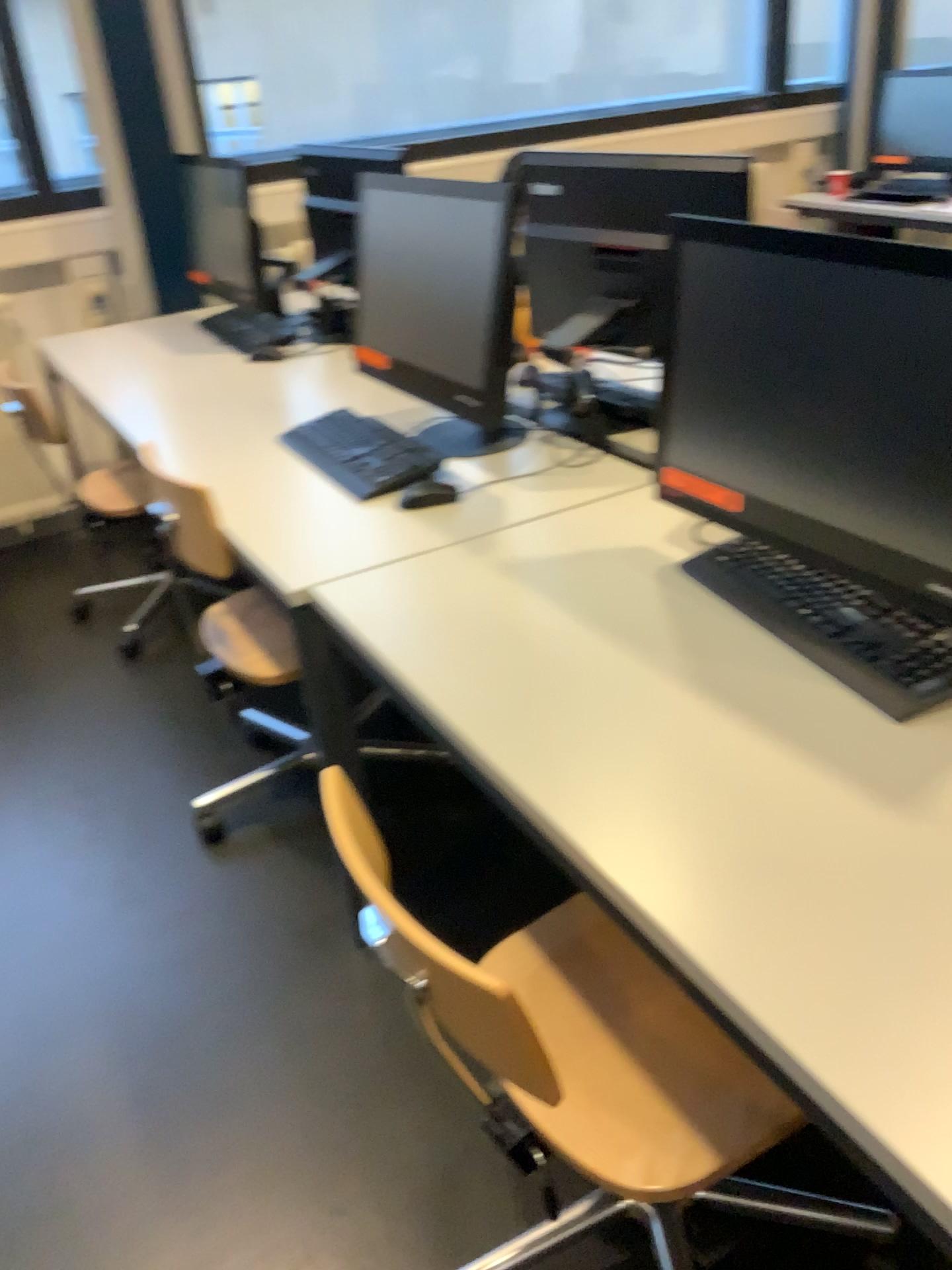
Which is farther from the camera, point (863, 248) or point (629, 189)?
point (629, 189)

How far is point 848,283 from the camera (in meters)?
1.15

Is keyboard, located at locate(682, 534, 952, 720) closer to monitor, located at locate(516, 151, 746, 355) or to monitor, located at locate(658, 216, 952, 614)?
monitor, located at locate(658, 216, 952, 614)

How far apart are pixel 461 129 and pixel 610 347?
2.5 meters

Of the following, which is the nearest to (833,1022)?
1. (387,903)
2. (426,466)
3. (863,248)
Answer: (387,903)

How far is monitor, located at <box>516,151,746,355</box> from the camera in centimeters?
203cm

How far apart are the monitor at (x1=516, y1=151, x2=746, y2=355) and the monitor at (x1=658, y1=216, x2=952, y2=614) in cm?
55

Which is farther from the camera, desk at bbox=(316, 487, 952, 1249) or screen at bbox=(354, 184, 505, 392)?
screen at bbox=(354, 184, 505, 392)

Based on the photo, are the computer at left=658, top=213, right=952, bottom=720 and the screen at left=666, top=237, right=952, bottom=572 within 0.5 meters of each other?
yes

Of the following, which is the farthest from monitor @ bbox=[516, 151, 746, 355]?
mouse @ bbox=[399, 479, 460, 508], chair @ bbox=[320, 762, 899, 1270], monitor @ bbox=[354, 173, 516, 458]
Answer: chair @ bbox=[320, 762, 899, 1270]
